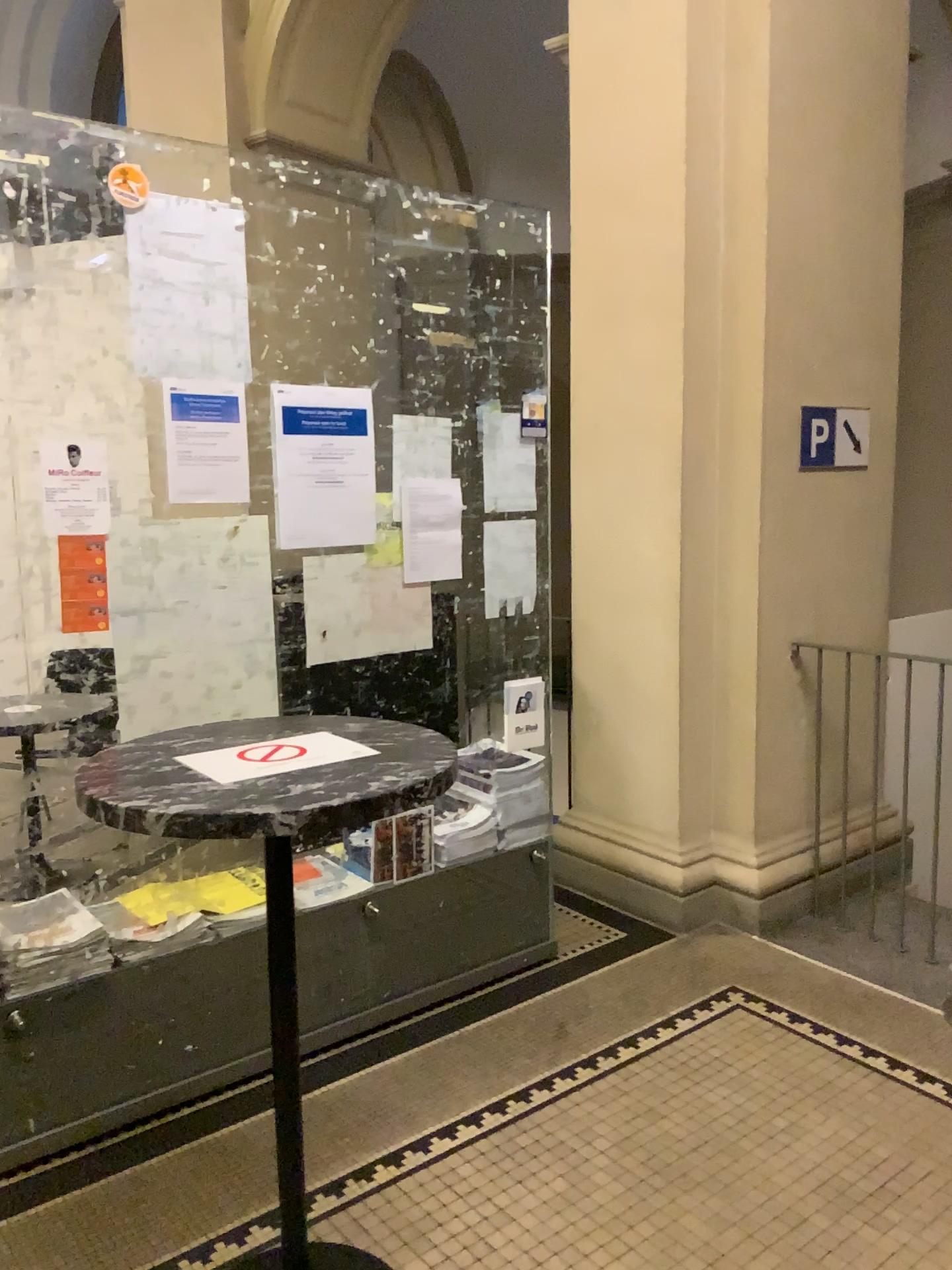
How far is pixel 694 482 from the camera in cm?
372

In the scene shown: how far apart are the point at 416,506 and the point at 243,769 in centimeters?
141cm

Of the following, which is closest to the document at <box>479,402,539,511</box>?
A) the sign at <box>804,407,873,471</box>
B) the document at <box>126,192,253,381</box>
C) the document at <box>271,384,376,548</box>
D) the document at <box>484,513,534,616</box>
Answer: the document at <box>484,513,534,616</box>

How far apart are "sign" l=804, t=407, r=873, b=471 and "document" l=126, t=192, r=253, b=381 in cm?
207

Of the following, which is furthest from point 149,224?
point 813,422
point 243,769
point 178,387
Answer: point 813,422

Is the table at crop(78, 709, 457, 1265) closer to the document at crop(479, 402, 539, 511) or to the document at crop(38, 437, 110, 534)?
the document at crop(38, 437, 110, 534)

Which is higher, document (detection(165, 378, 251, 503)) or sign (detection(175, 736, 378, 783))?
document (detection(165, 378, 251, 503))

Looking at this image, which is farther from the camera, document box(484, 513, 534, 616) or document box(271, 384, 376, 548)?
document box(484, 513, 534, 616)

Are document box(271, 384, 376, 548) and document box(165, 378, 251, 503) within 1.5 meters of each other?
yes

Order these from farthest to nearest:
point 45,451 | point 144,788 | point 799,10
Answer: point 799,10
point 45,451
point 144,788
